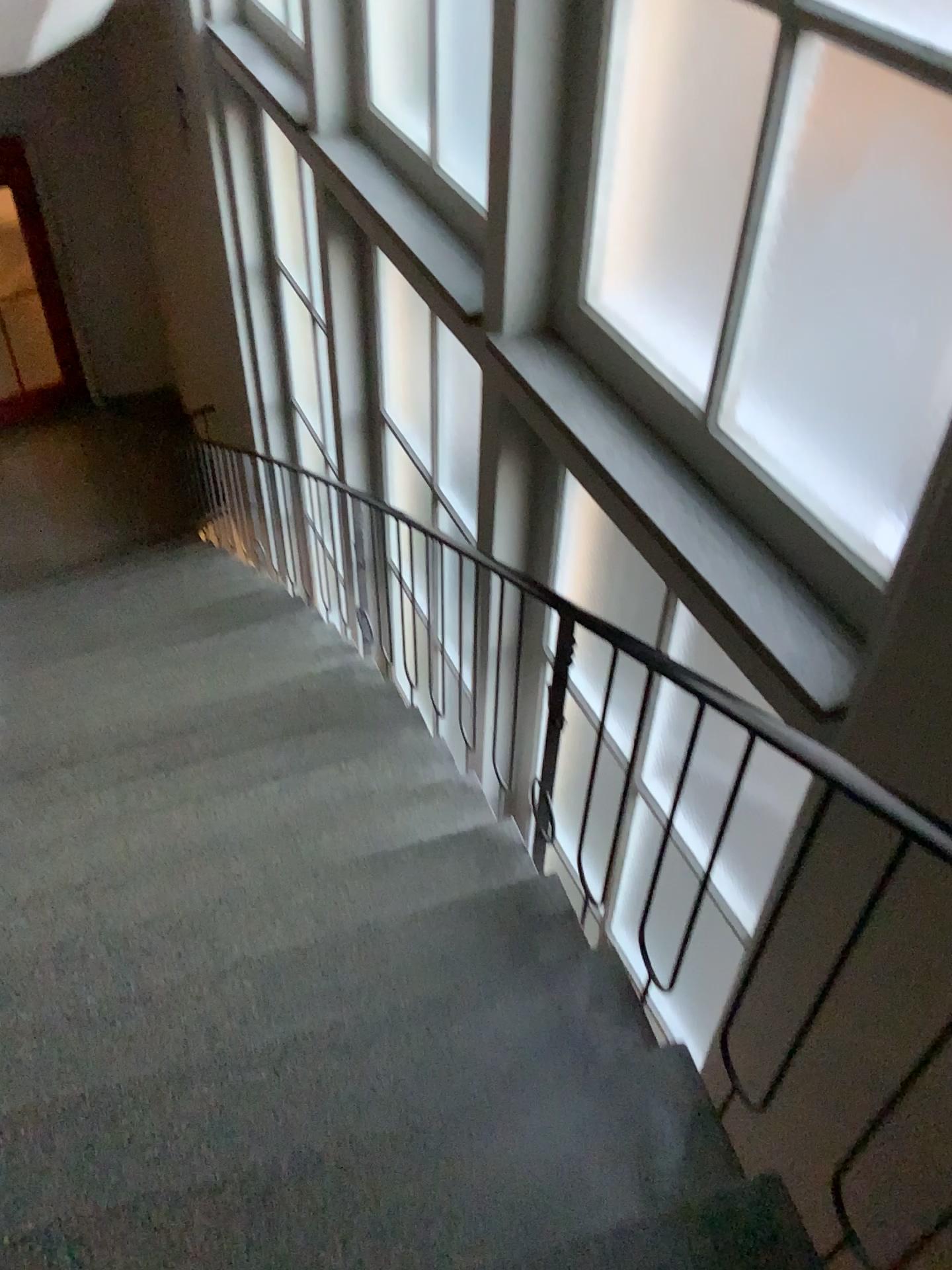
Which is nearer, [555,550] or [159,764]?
[555,550]

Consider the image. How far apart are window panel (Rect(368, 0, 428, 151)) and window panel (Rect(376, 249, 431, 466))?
0.8m

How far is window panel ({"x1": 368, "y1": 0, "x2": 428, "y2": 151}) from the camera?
3.8 meters

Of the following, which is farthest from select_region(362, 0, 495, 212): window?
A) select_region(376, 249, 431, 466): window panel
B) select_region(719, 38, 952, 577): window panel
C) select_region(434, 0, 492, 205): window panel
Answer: select_region(719, 38, 952, 577): window panel

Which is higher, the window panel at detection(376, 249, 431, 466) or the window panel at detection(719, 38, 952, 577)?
the window panel at detection(719, 38, 952, 577)

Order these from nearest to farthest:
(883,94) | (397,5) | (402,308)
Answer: (883,94), (397,5), (402,308)

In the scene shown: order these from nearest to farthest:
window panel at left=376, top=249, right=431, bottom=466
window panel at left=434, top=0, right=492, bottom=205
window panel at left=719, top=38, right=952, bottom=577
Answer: window panel at left=719, top=38, right=952, bottom=577, window panel at left=434, top=0, right=492, bottom=205, window panel at left=376, top=249, right=431, bottom=466

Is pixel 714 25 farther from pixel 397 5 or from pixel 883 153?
pixel 397 5

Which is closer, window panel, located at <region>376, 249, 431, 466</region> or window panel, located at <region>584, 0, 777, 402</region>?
window panel, located at <region>584, 0, 777, 402</region>

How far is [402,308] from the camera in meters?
4.6
